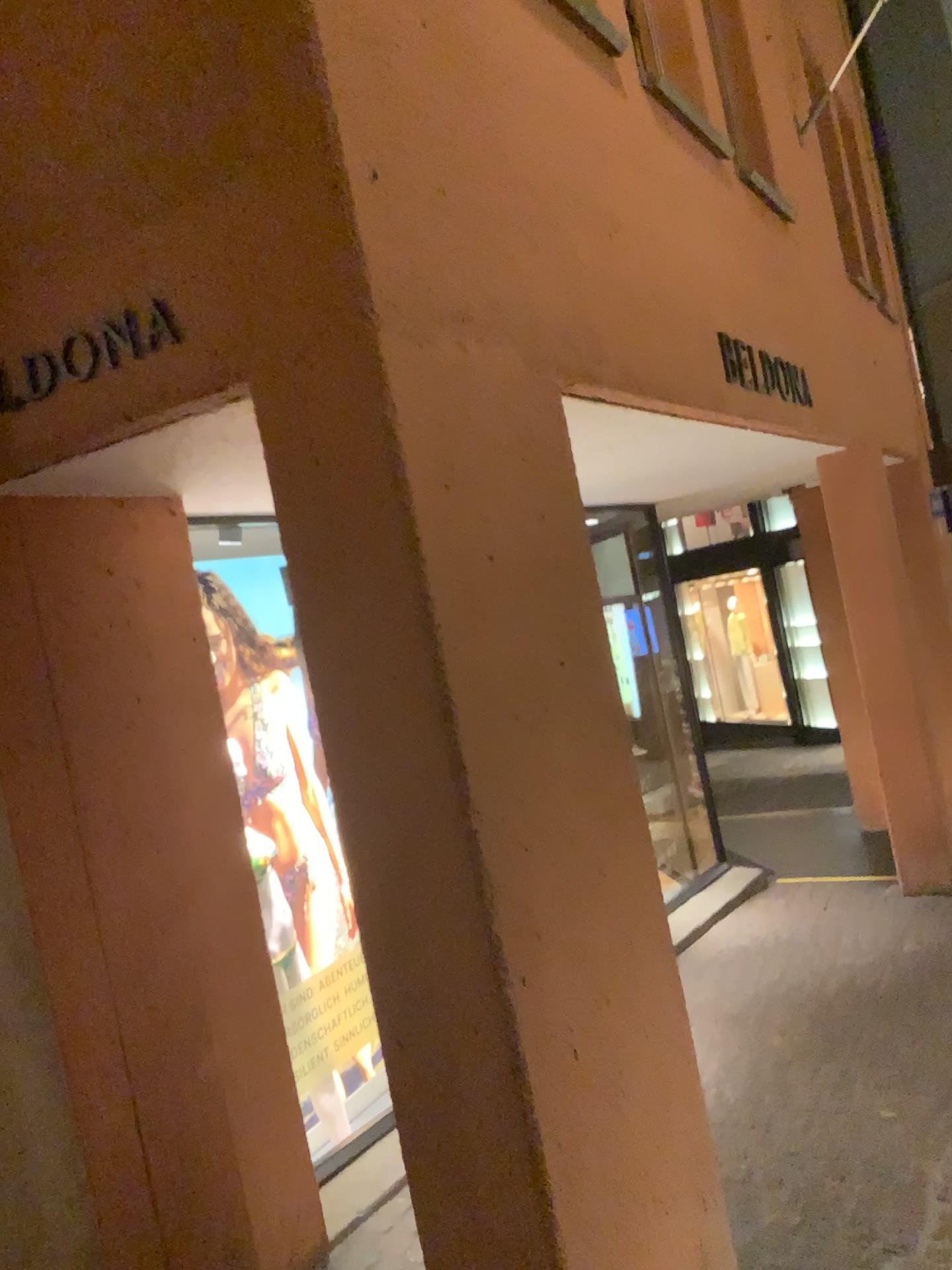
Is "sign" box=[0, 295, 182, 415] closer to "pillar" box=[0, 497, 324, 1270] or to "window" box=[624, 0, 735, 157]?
"pillar" box=[0, 497, 324, 1270]

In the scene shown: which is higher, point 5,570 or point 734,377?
point 734,377

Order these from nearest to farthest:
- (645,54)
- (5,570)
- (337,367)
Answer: (337,367), (5,570), (645,54)

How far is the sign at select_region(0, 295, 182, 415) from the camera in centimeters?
200cm

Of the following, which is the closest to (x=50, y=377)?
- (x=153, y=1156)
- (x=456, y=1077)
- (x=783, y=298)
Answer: (x=456, y=1077)

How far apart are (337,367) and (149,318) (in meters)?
0.45

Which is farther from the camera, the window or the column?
the window

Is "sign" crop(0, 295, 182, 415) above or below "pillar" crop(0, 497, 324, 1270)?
above

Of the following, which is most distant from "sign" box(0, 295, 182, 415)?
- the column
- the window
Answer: the window

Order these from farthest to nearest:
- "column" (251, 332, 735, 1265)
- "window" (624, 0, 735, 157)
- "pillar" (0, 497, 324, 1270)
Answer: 1. "window" (624, 0, 735, 157)
2. "pillar" (0, 497, 324, 1270)
3. "column" (251, 332, 735, 1265)
